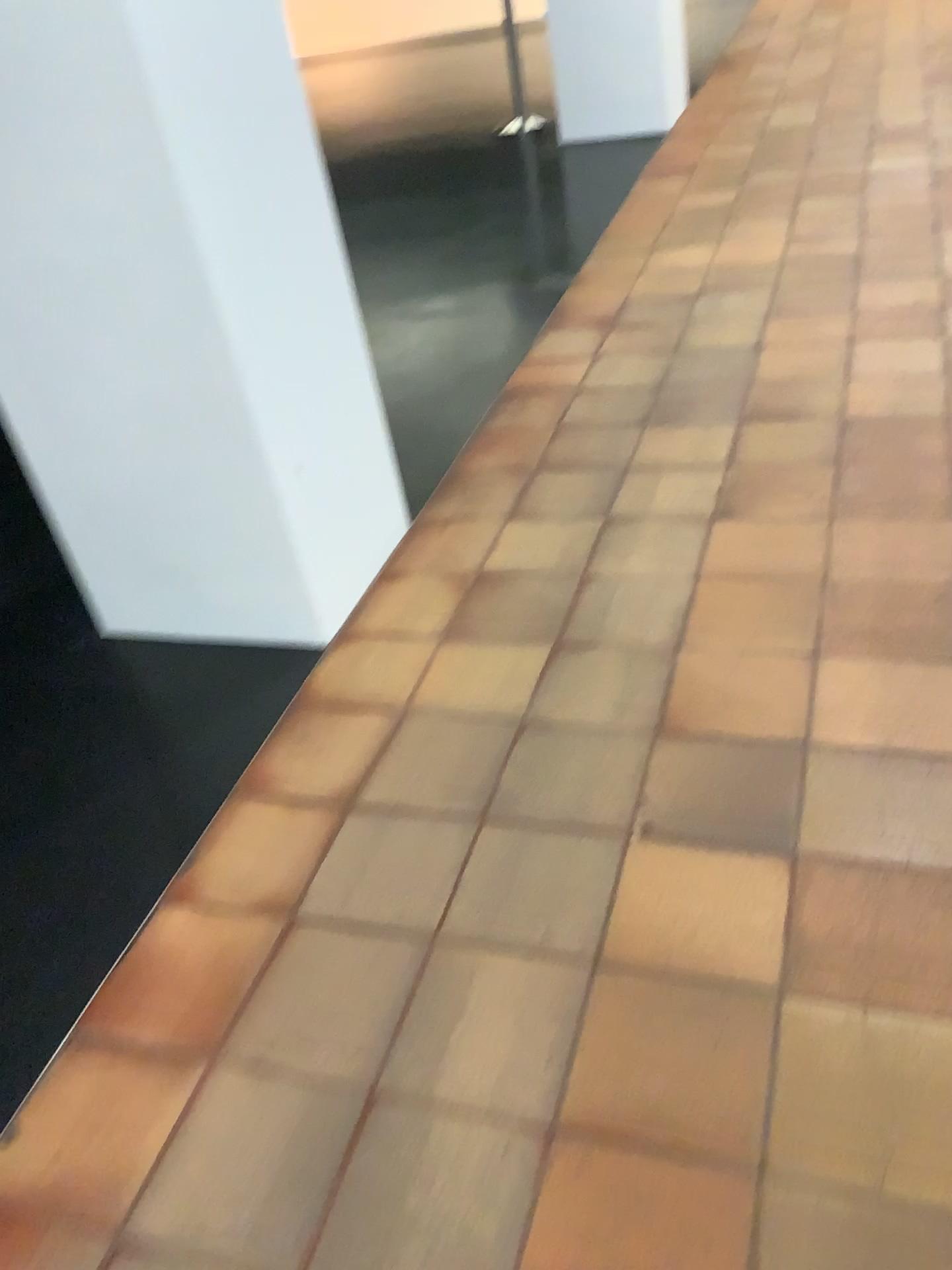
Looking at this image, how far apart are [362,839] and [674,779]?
0.5 meters
